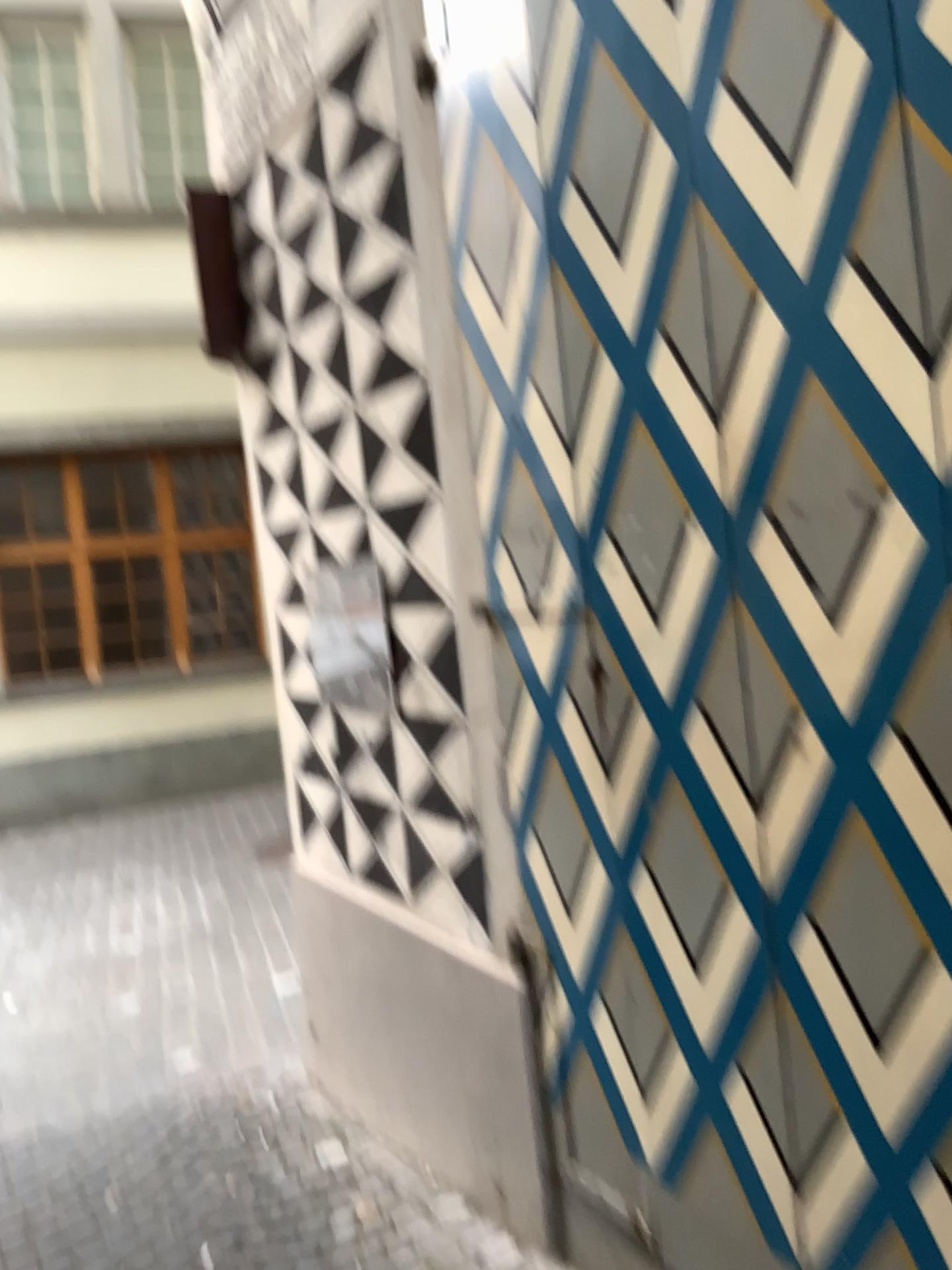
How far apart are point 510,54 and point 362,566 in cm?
128

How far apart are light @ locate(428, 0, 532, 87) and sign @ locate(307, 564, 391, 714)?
1.2 meters

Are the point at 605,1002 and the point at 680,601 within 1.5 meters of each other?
yes

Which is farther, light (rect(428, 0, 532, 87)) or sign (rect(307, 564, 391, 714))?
sign (rect(307, 564, 391, 714))

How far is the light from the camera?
2.0m

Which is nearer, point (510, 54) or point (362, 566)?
point (510, 54)

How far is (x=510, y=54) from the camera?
2.0m

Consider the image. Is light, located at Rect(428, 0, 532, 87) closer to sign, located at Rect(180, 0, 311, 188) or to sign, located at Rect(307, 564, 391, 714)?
sign, located at Rect(180, 0, 311, 188)

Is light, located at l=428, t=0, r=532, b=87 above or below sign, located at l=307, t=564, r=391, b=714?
above

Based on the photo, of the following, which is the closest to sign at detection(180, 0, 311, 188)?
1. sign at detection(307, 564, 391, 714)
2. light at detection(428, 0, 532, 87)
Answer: light at detection(428, 0, 532, 87)
